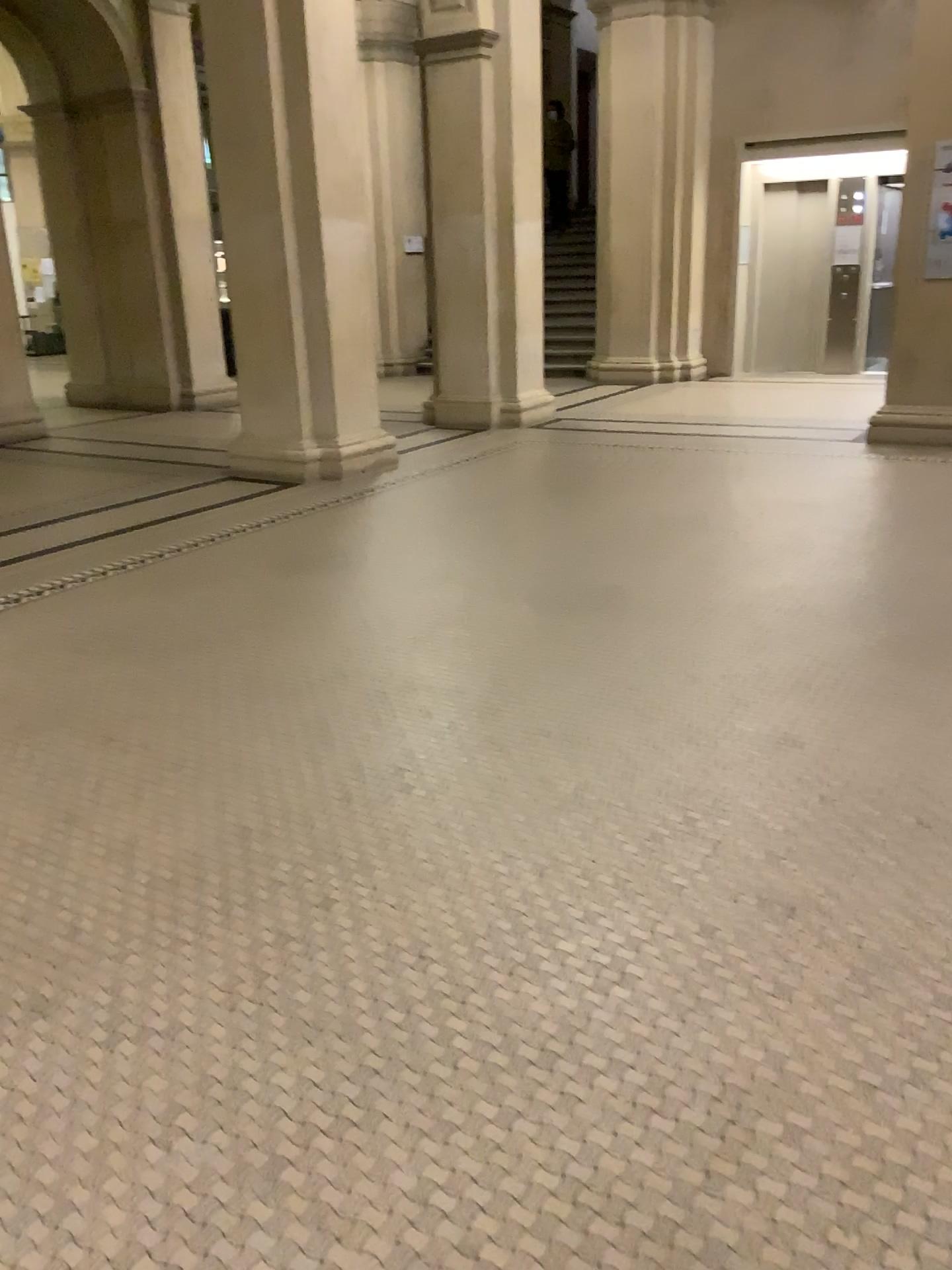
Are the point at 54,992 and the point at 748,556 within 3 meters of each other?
no
